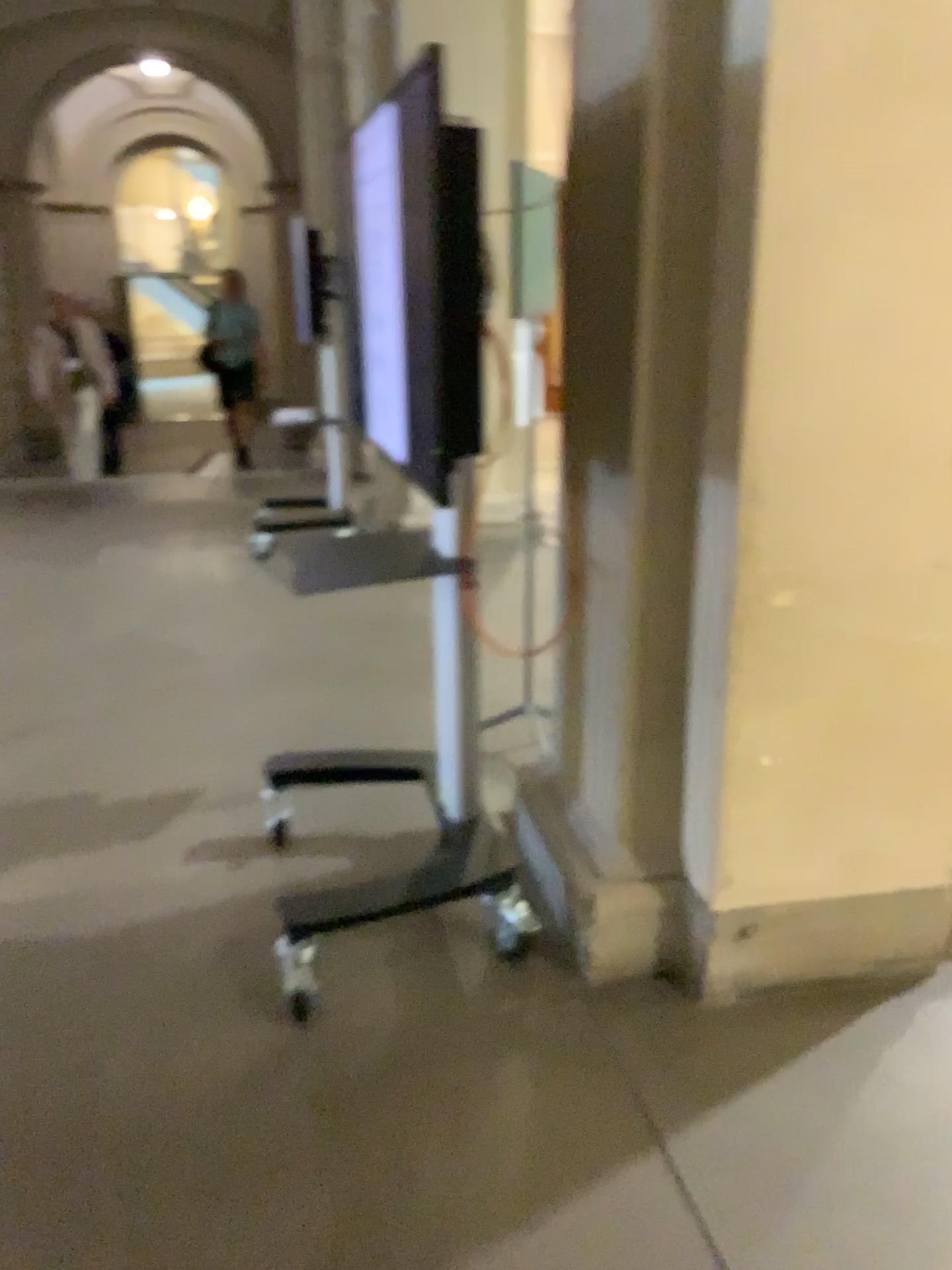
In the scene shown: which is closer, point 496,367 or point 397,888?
point 496,367
